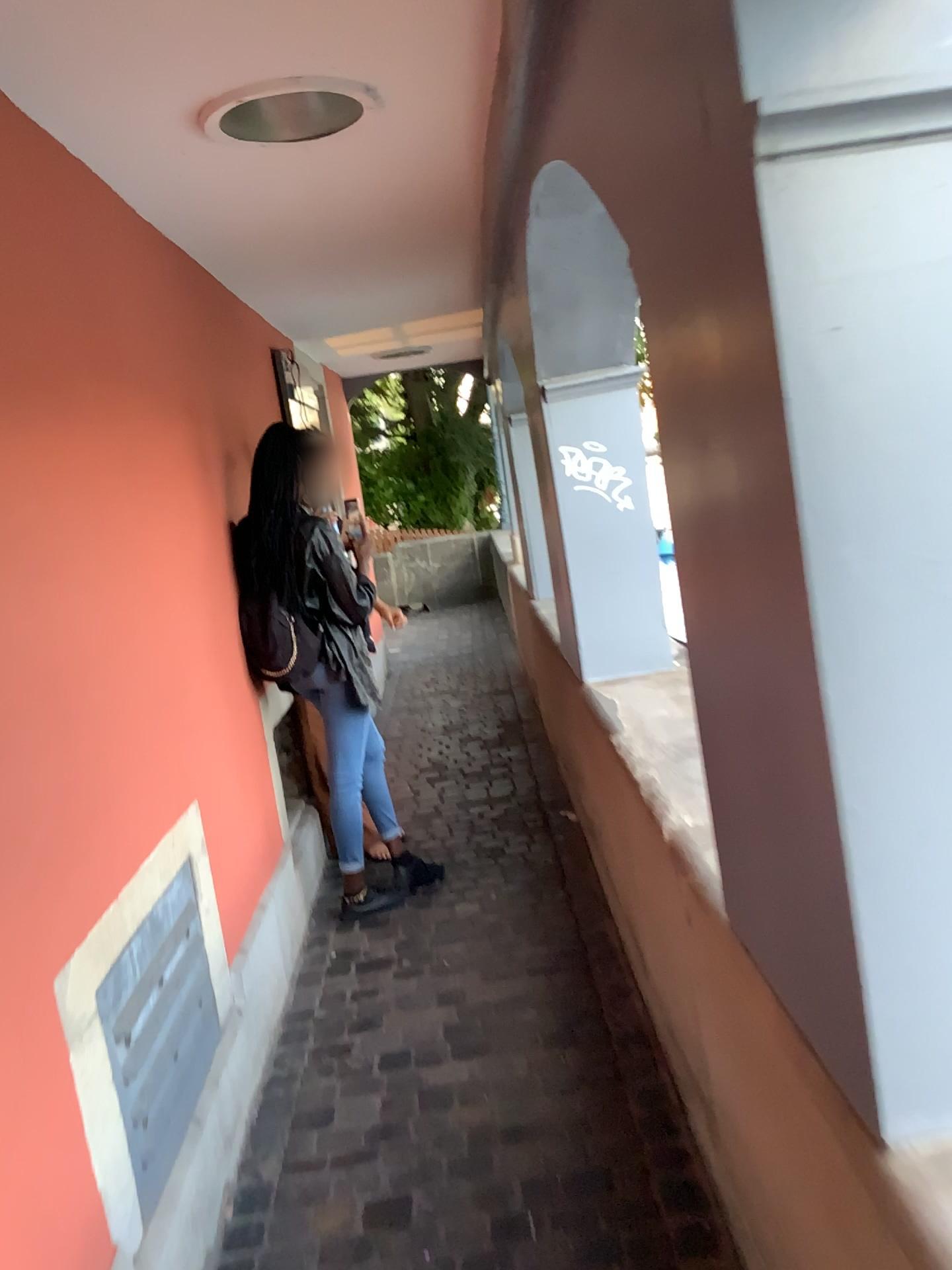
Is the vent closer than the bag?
Yes

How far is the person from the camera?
3.21m

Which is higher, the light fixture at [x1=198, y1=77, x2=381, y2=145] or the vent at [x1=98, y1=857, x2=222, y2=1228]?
the light fixture at [x1=198, y1=77, x2=381, y2=145]

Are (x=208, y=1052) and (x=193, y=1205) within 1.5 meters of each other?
yes

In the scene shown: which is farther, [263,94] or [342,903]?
[342,903]

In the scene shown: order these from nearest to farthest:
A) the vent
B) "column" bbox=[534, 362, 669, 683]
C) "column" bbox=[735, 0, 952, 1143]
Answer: "column" bbox=[735, 0, 952, 1143] < the vent < "column" bbox=[534, 362, 669, 683]

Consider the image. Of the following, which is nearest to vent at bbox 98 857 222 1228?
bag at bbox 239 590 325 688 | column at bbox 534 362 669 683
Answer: bag at bbox 239 590 325 688

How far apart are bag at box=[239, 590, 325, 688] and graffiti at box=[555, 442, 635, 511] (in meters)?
0.94

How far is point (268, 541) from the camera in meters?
3.2

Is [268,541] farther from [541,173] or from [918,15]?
[918,15]
